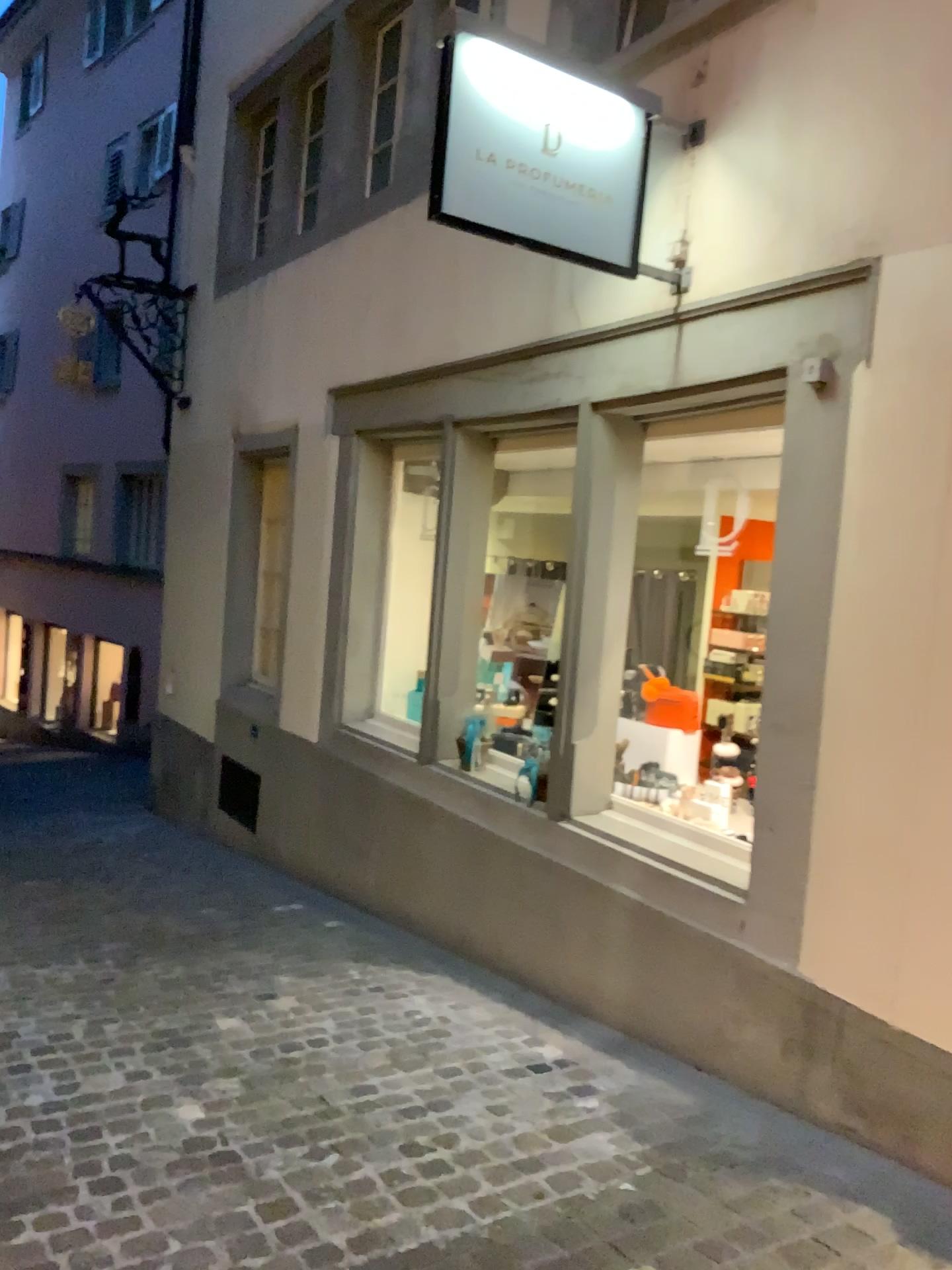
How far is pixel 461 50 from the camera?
3.2m

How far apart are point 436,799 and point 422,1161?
2.31m

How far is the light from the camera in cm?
320

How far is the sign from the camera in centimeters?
320cm

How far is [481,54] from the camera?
3.2m
